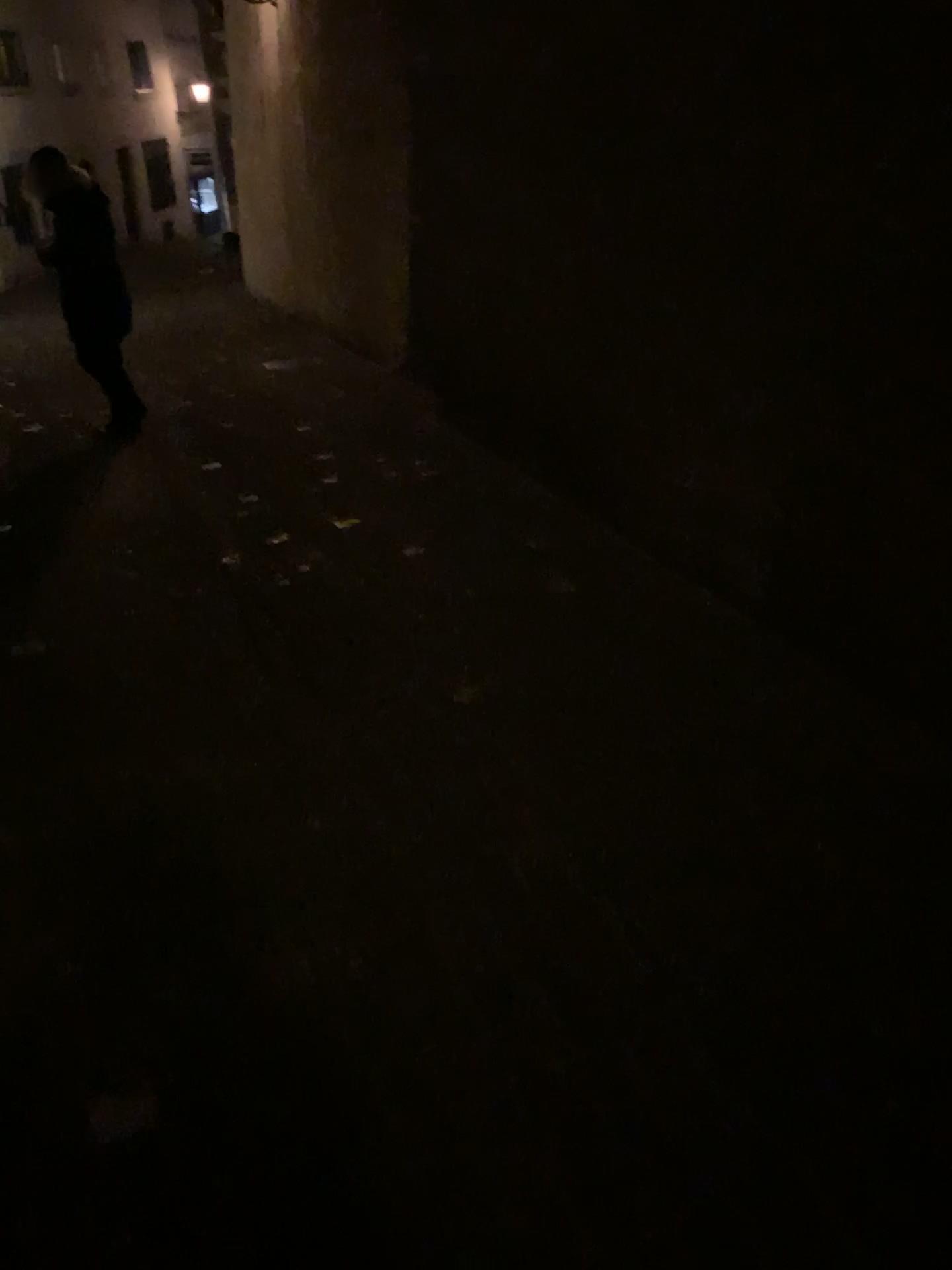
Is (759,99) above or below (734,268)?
above
